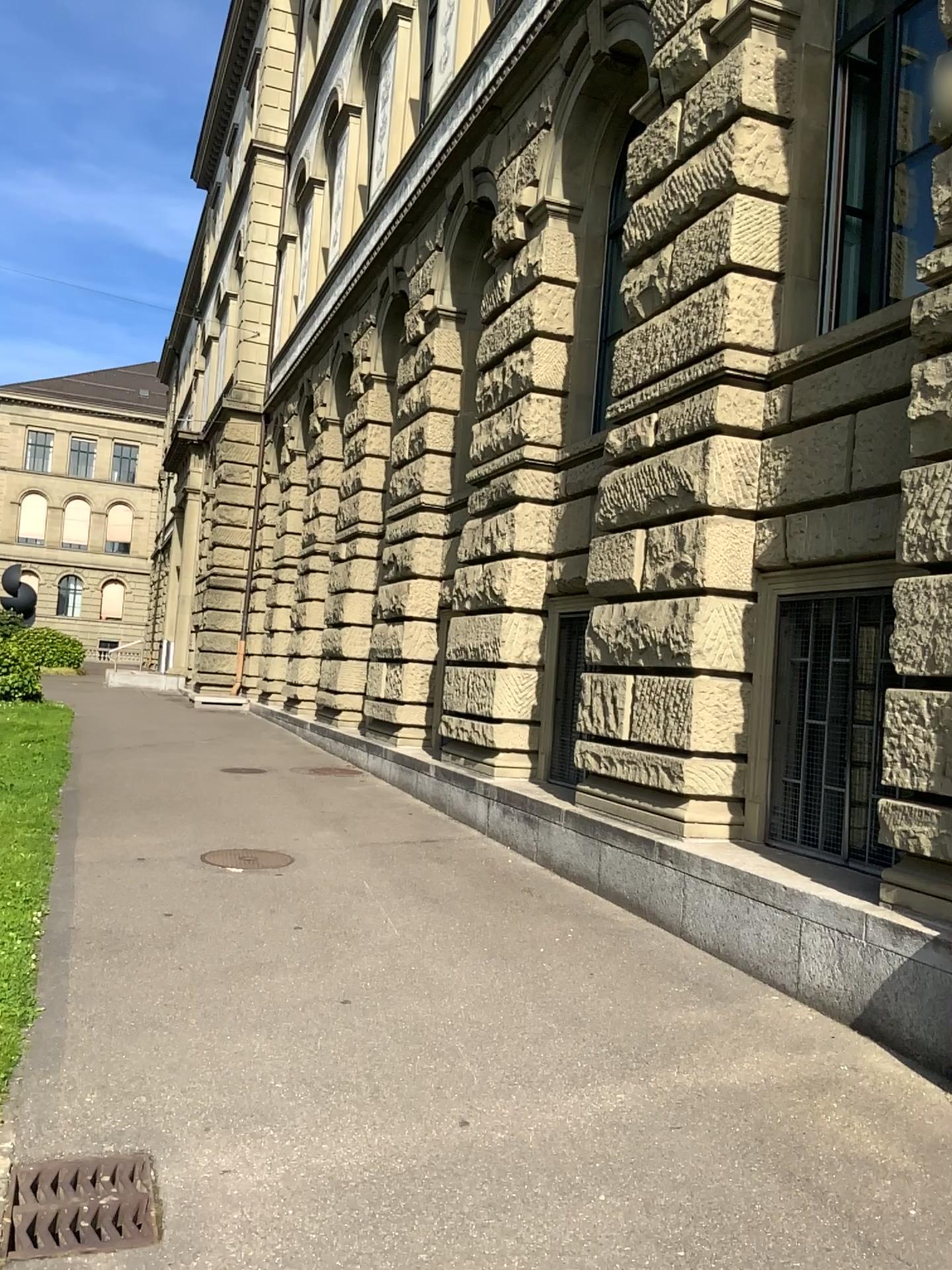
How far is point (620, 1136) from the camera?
3.45m
